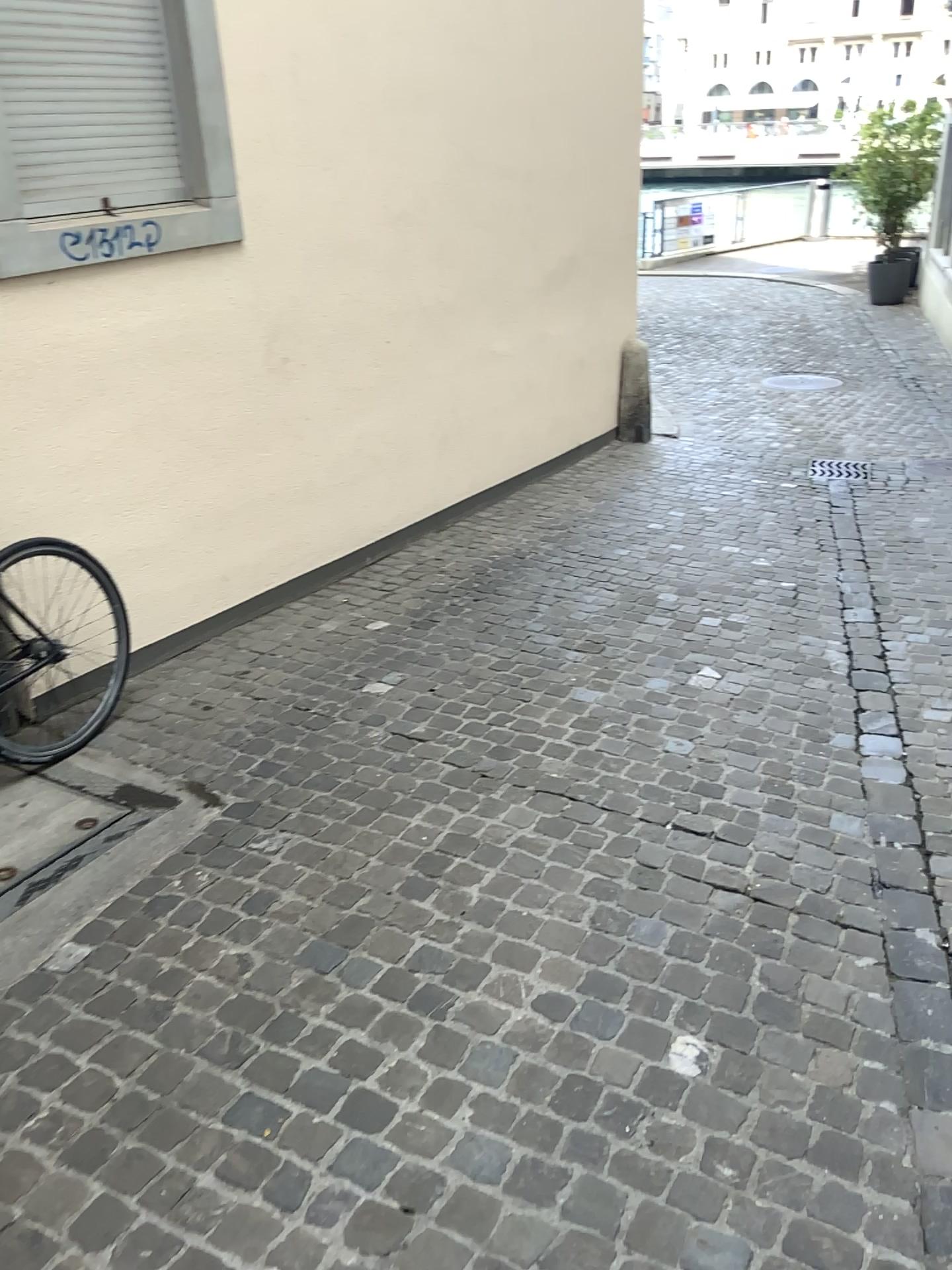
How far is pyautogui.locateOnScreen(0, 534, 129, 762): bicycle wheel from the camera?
3.2m

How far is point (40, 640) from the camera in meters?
3.2

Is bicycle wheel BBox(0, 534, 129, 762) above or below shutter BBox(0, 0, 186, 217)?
below

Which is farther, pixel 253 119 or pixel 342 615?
pixel 342 615

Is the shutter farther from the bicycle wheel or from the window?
the bicycle wheel

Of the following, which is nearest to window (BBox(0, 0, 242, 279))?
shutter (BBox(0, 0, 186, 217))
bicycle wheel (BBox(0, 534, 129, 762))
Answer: shutter (BBox(0, 0, 186, 217))

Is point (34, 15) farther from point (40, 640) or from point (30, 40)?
point (40, 640)

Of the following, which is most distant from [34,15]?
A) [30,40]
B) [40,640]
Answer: [40,640]
